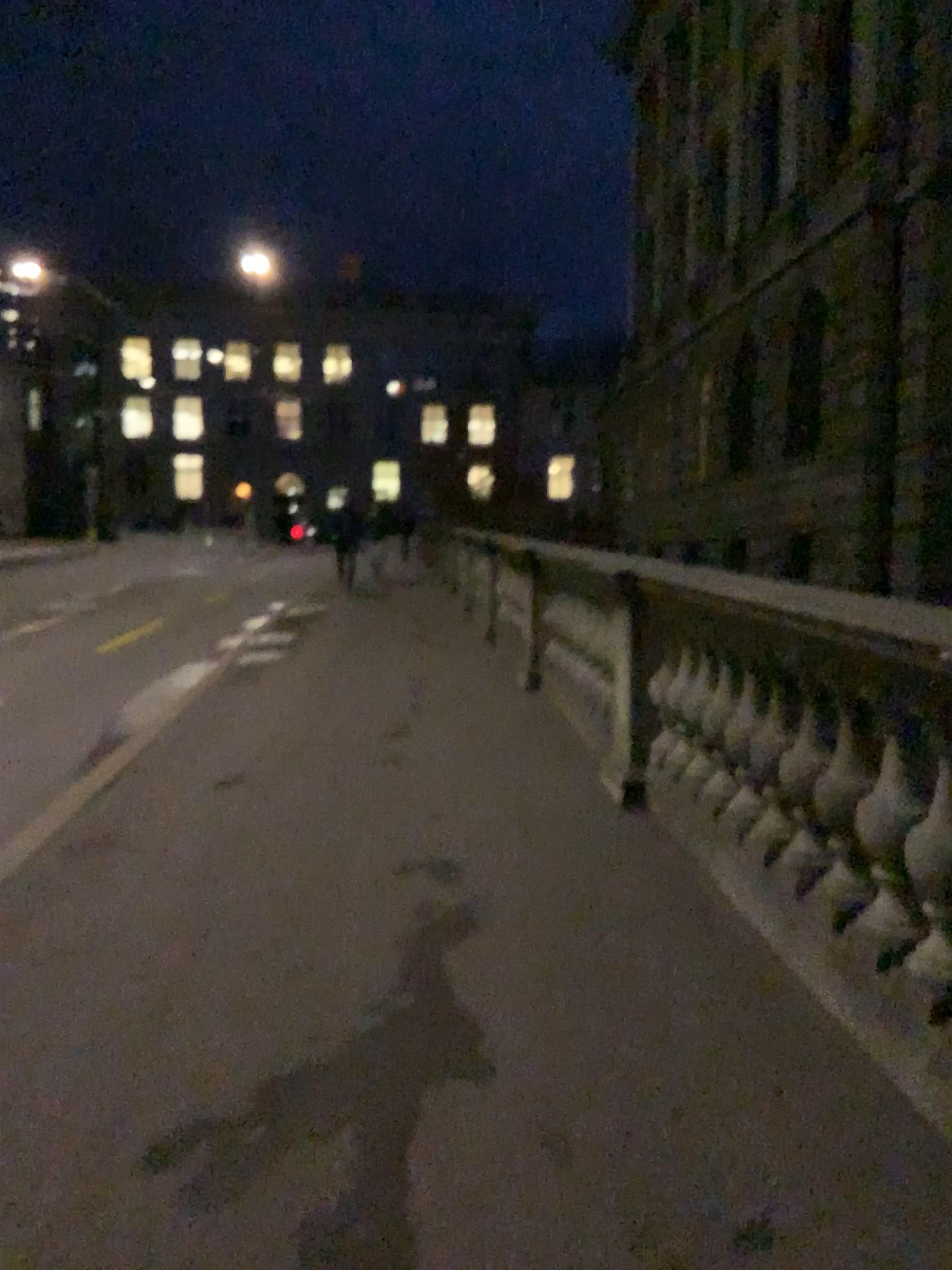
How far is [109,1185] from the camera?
2.1 meters
